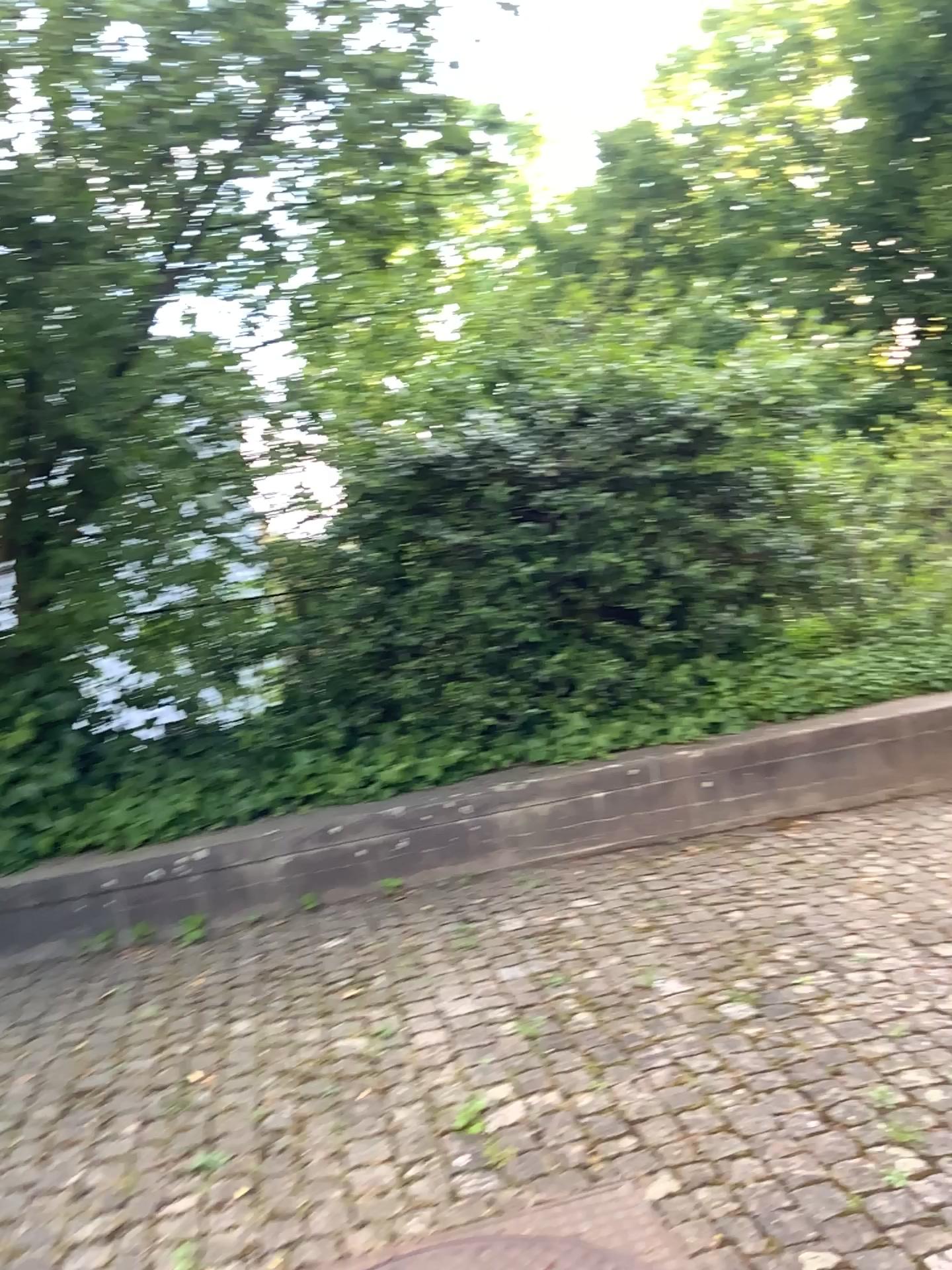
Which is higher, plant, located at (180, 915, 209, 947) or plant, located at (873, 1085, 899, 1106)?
plant, located at (873, 1085, 899, 1106)

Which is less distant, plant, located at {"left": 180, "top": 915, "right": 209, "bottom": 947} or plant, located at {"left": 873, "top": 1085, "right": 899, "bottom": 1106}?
plant, located at {"left": 873, "top": 1085, "right": 899, "bottom": 1106}

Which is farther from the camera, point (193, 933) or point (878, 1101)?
point (193, 933)

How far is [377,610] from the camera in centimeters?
470cm

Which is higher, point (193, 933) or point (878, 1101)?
point (878, 1101)
